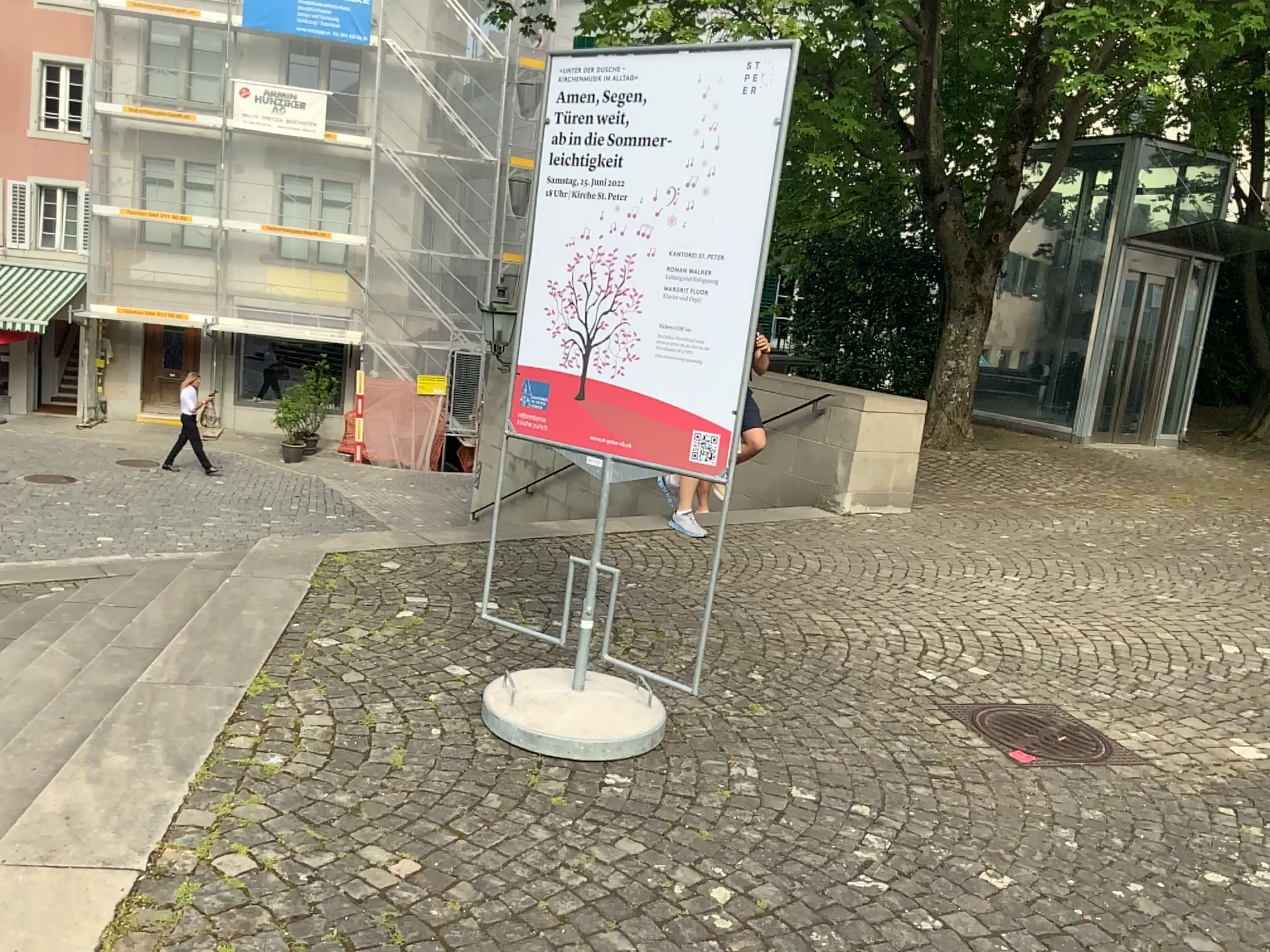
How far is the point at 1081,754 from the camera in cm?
382

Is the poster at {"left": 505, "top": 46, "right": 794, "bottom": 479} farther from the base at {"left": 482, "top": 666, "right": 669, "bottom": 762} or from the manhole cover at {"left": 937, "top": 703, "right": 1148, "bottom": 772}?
the manhole cover at {"left": 937, "top": 703, "right": 1148, "bottom": 772}

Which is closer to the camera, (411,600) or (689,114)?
(689,114)

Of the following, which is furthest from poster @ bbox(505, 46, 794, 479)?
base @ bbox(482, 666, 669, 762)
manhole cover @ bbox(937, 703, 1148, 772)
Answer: manhole cover @ bbox(937, 703, 1148, 772)

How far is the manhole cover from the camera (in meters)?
3.82

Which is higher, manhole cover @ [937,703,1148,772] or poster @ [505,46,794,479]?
poster @ [505,46,794,479]

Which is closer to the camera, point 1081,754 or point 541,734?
point 541,734

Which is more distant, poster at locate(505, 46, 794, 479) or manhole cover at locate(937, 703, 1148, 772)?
manhole cover at locate(937, 703, 1148, 772)

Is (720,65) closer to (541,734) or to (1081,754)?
(541,734)
